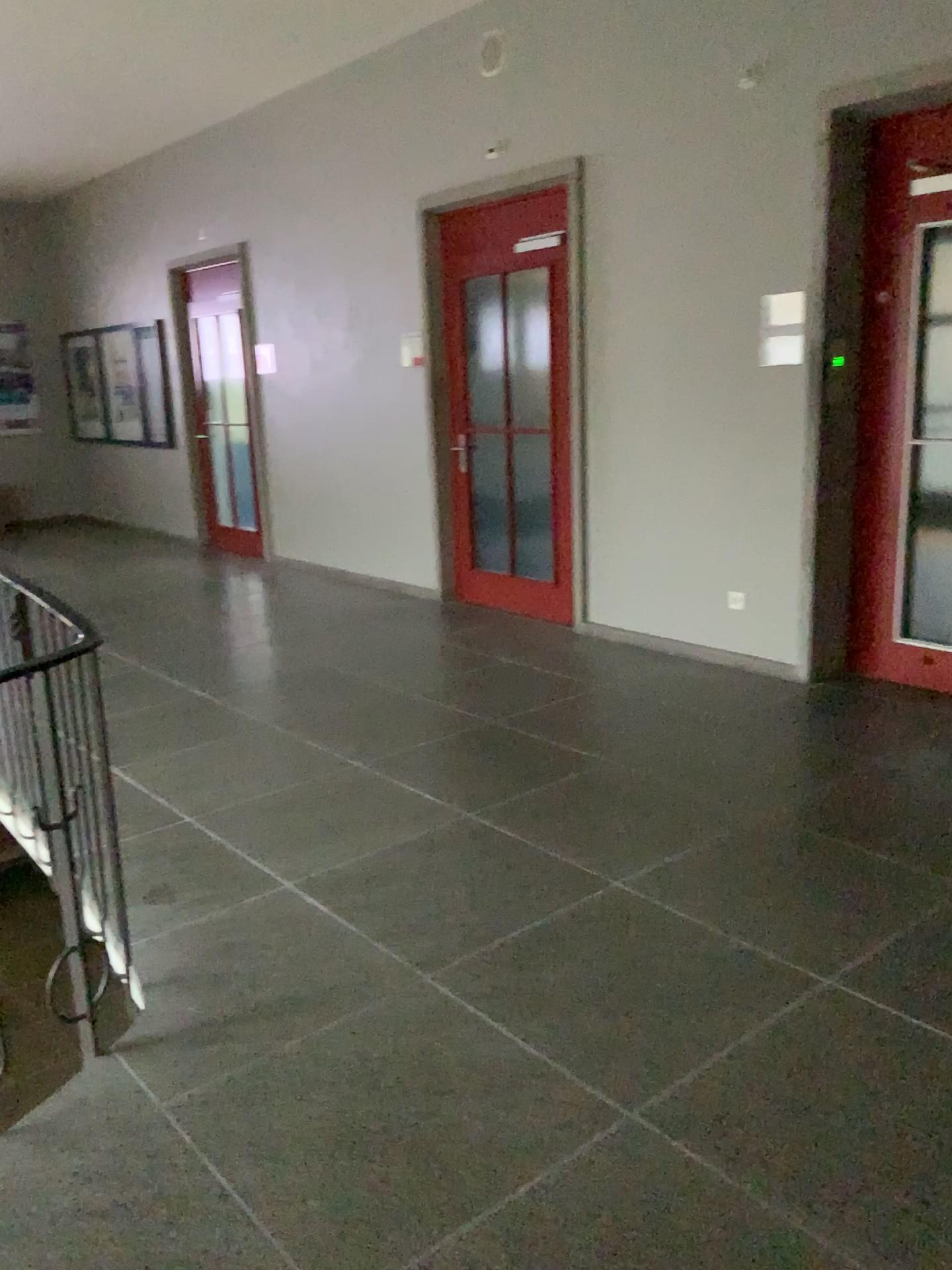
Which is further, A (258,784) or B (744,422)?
B (744,422)
